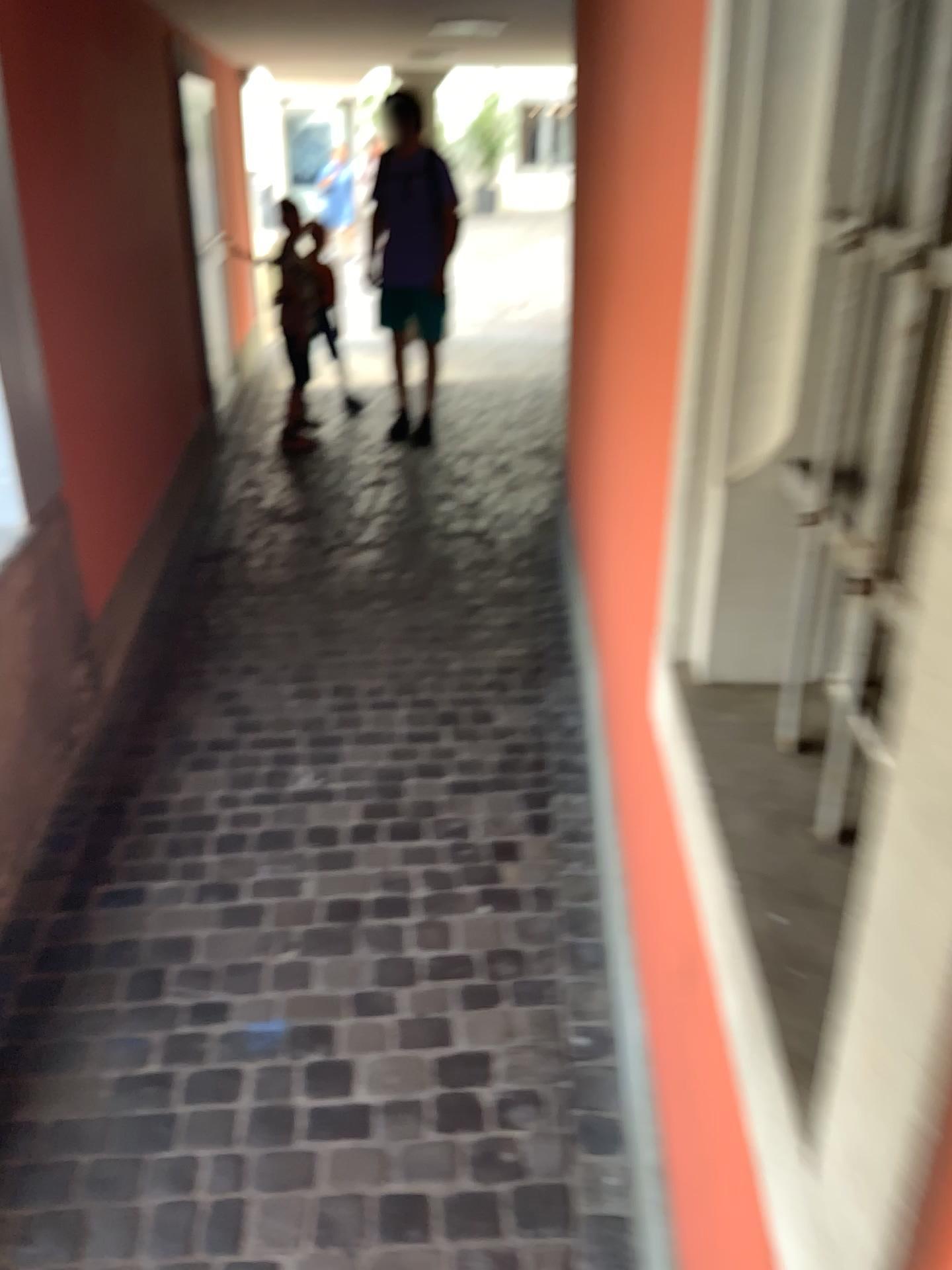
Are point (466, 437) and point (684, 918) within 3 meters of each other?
no
